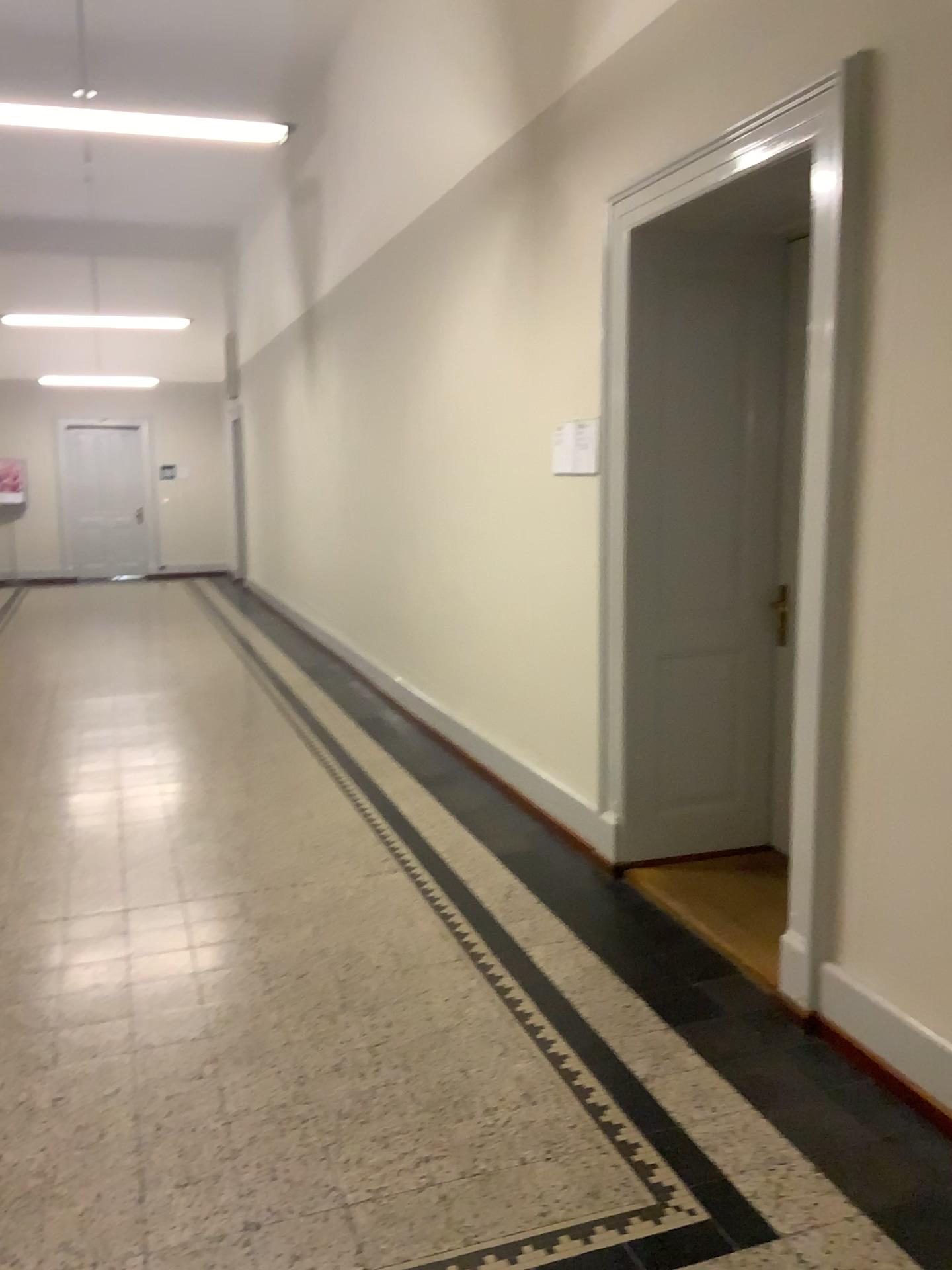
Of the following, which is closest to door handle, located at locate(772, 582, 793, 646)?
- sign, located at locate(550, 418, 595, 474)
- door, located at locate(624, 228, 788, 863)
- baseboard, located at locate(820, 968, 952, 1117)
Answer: door, located at locate(624, 228, 788, 863)

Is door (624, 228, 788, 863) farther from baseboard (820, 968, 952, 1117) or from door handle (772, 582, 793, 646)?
baseboard (820, 968, 952, 1117)

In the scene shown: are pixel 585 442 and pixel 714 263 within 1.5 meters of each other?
yes

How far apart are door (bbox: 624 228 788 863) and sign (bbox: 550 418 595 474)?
0.5 meters

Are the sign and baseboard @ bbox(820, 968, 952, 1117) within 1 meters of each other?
no

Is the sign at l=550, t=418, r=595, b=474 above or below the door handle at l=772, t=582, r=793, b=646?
above

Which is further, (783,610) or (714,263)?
(783,610)

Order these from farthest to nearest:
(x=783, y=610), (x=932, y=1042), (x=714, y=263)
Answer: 1. (x=783, y=610)
2. (x=714, y=263)
3. (x=932, y=1042)

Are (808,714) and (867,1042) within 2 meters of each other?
yes

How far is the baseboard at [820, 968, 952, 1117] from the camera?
2.5m
